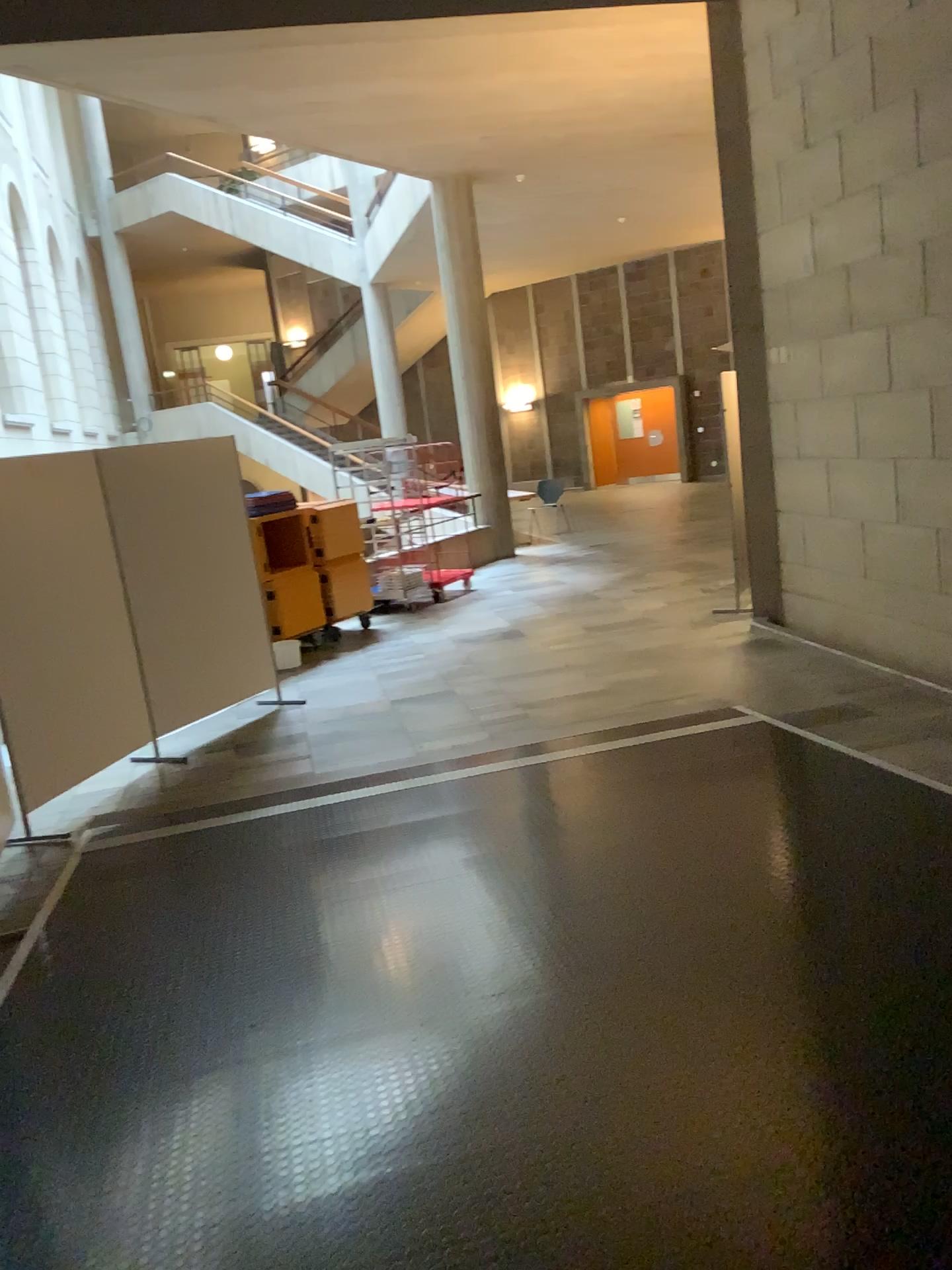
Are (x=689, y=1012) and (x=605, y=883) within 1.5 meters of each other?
yes
